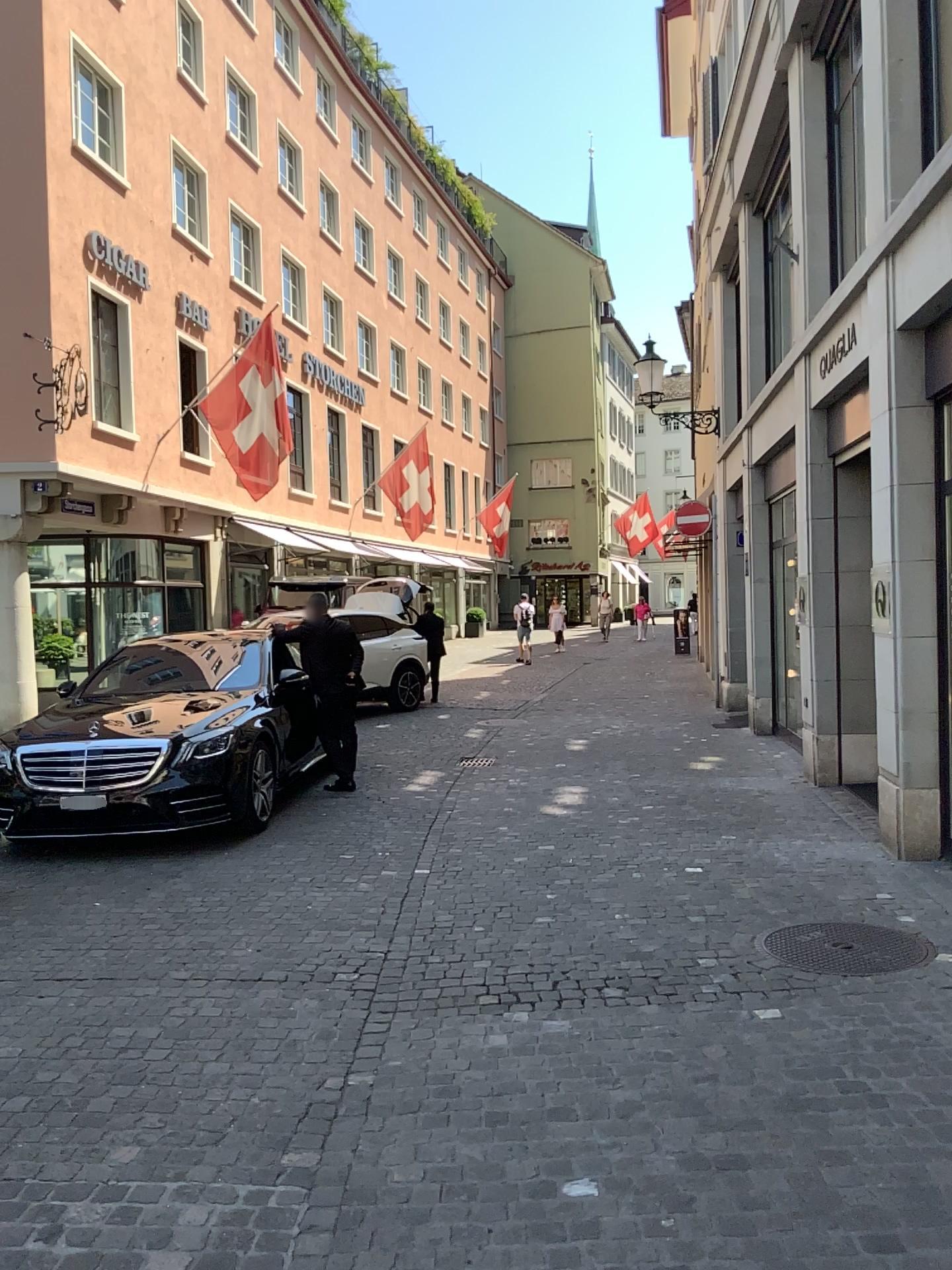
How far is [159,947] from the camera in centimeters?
495cm
